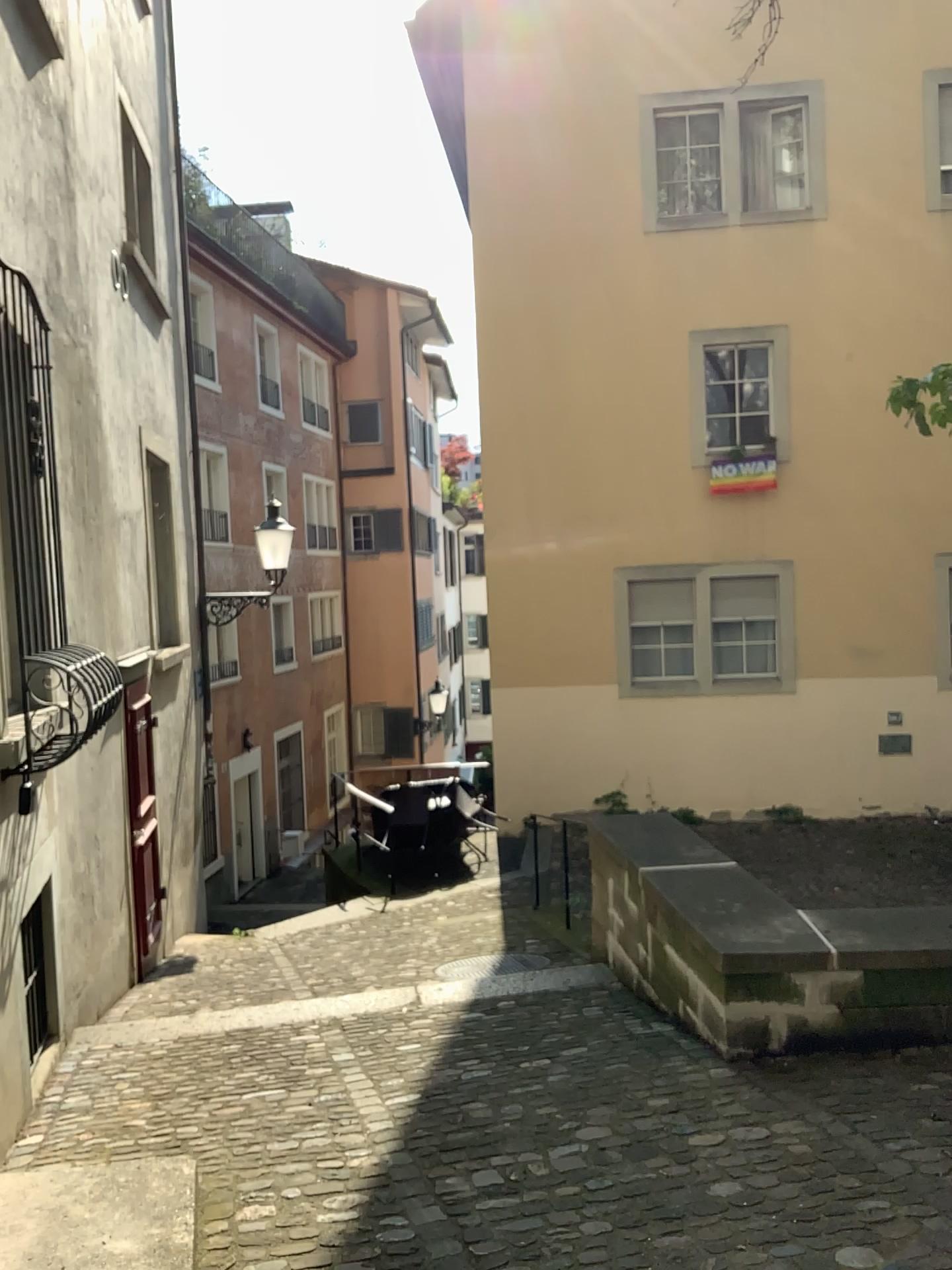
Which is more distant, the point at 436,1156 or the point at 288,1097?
the point at 288,1097
